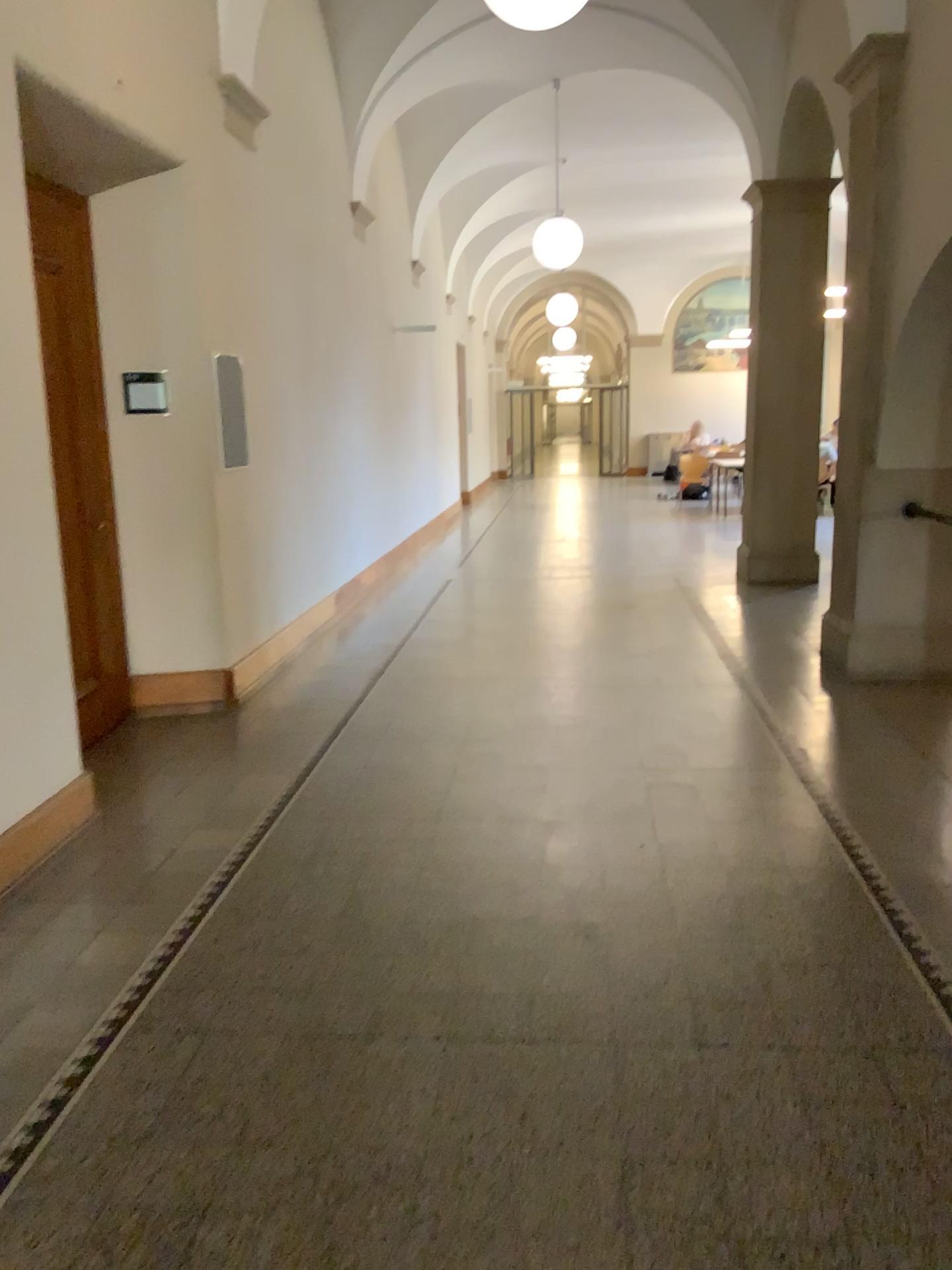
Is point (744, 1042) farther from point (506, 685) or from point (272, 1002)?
point (506, 685)
